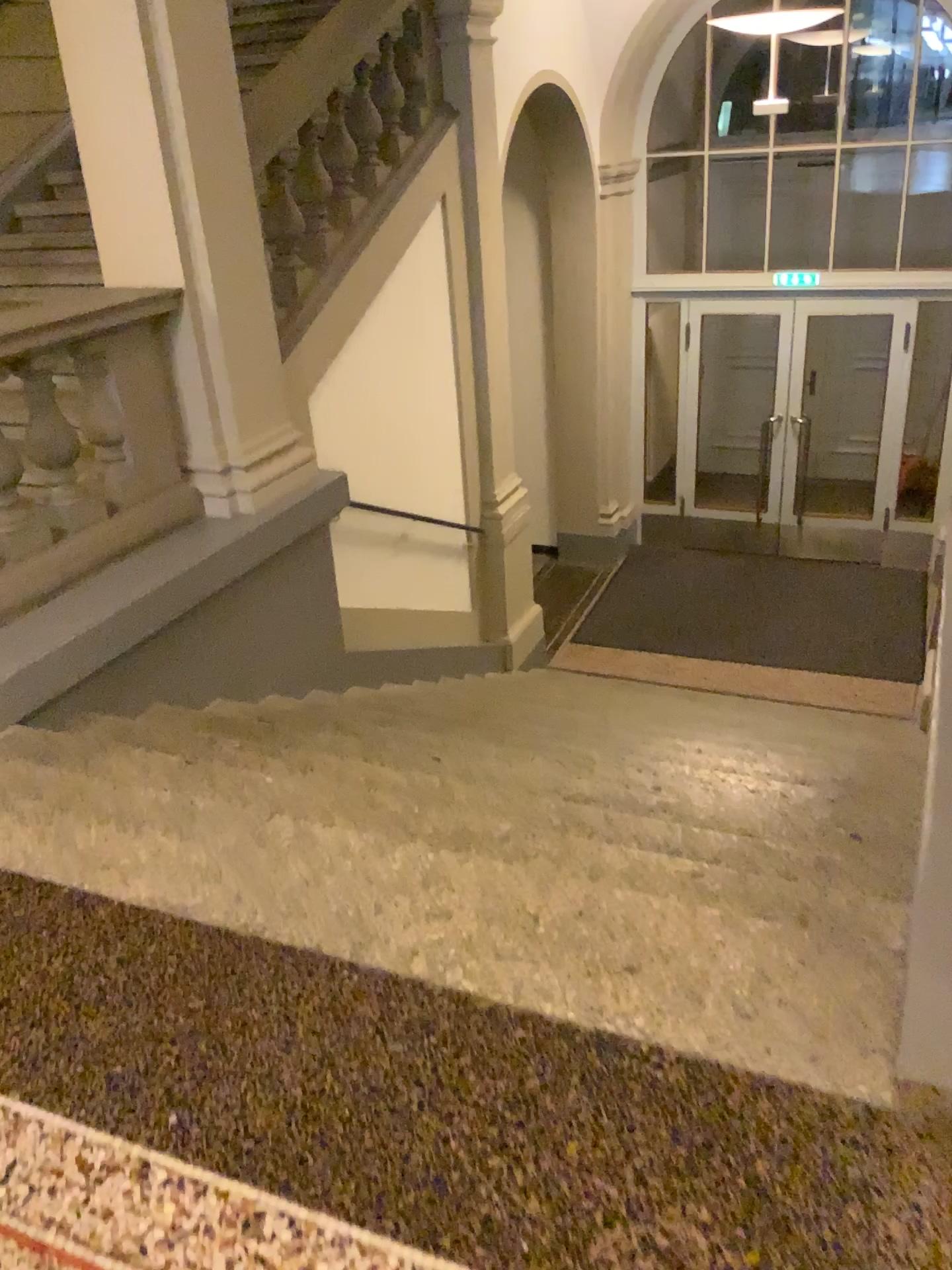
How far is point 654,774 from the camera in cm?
347

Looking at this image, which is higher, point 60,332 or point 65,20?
point 65,20
